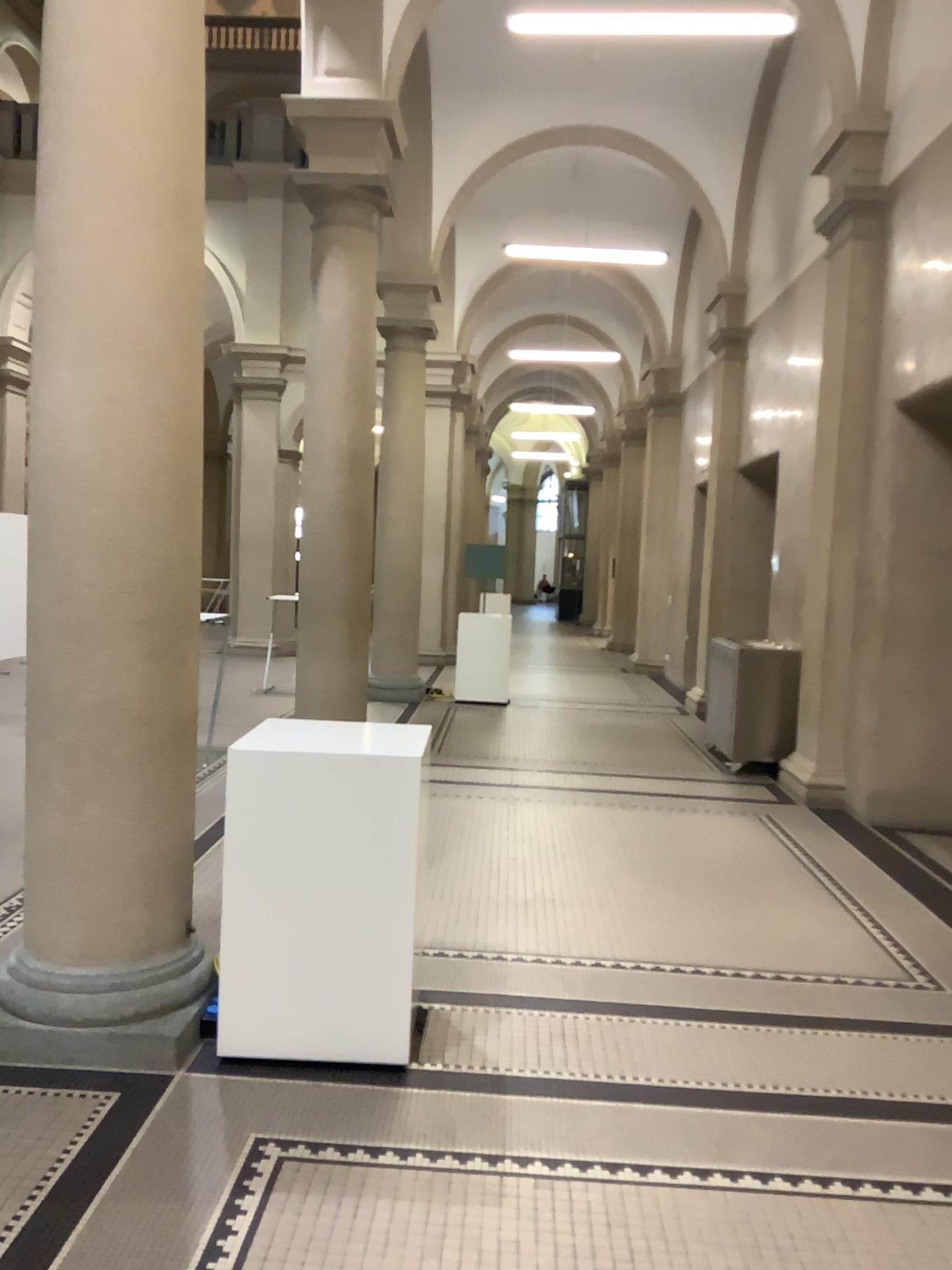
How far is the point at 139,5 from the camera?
3.18m

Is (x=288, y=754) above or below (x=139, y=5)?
below

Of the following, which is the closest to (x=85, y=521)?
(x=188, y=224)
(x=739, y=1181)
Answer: (x=188, y=224)

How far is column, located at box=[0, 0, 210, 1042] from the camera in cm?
318

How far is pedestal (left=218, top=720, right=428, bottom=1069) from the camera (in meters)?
3.23

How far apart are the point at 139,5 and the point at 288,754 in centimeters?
231cm
